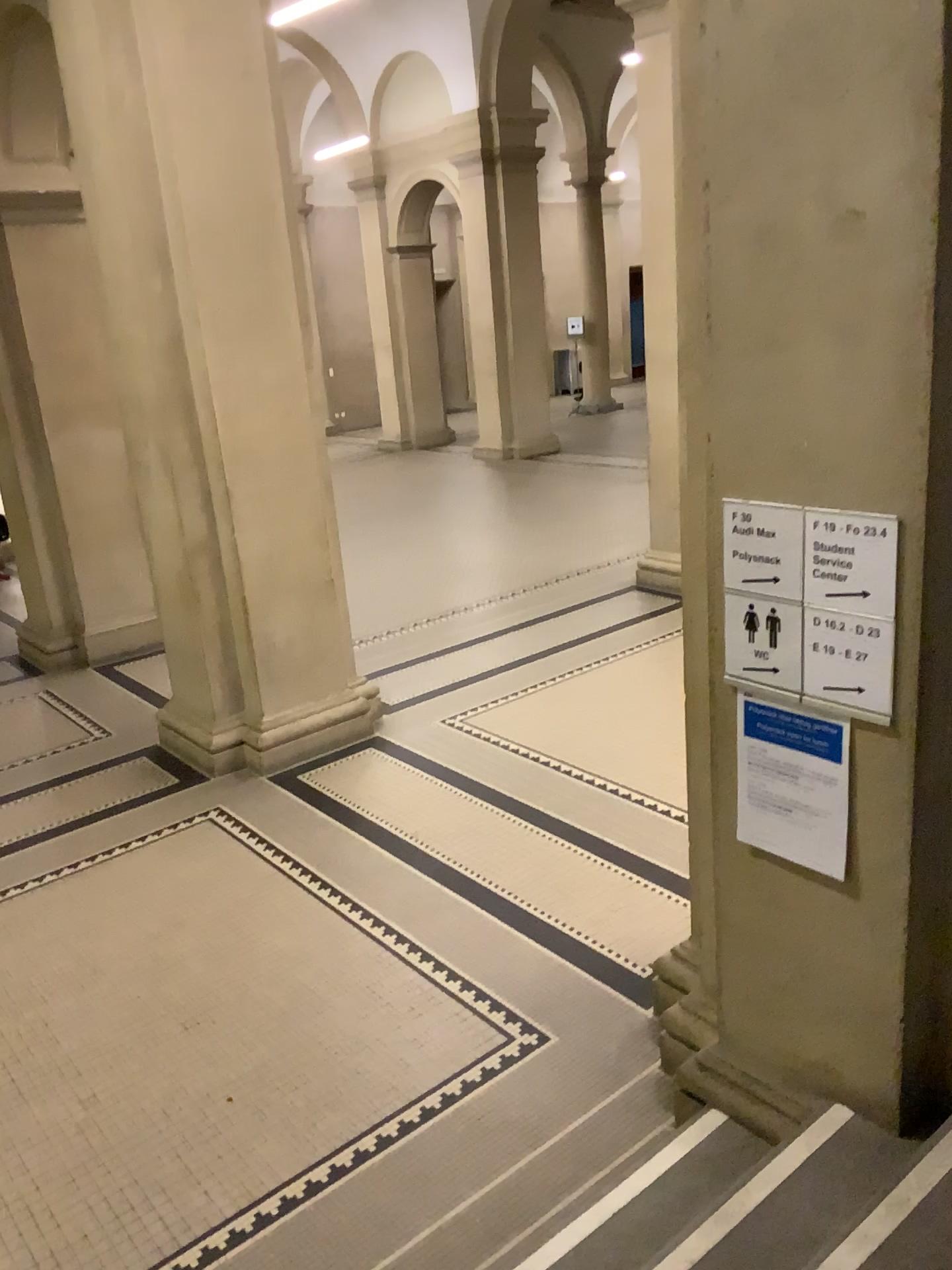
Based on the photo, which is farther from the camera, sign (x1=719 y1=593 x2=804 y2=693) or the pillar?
sign (x1=719 y1=593 x2=804 y2=693)

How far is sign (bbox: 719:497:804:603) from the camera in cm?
233

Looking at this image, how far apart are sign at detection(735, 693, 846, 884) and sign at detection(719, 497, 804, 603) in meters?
0.3 m

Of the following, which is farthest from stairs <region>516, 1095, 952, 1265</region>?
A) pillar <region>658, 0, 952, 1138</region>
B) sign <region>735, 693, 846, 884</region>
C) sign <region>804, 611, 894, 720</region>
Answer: sign <region>804, 611, 894, 720</region>

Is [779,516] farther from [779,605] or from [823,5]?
[823,5]

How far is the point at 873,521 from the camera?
2.2 meters

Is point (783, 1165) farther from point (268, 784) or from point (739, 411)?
point (268, 784)

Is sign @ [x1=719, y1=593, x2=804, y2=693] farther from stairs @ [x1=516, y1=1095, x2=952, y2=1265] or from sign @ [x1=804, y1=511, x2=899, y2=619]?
stairs @ [x1=516, y1=1095, x2=952, y2=1265]

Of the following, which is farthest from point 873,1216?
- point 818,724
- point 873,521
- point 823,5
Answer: point 823,5

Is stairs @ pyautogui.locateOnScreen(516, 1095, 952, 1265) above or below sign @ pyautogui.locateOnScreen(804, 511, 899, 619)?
below
